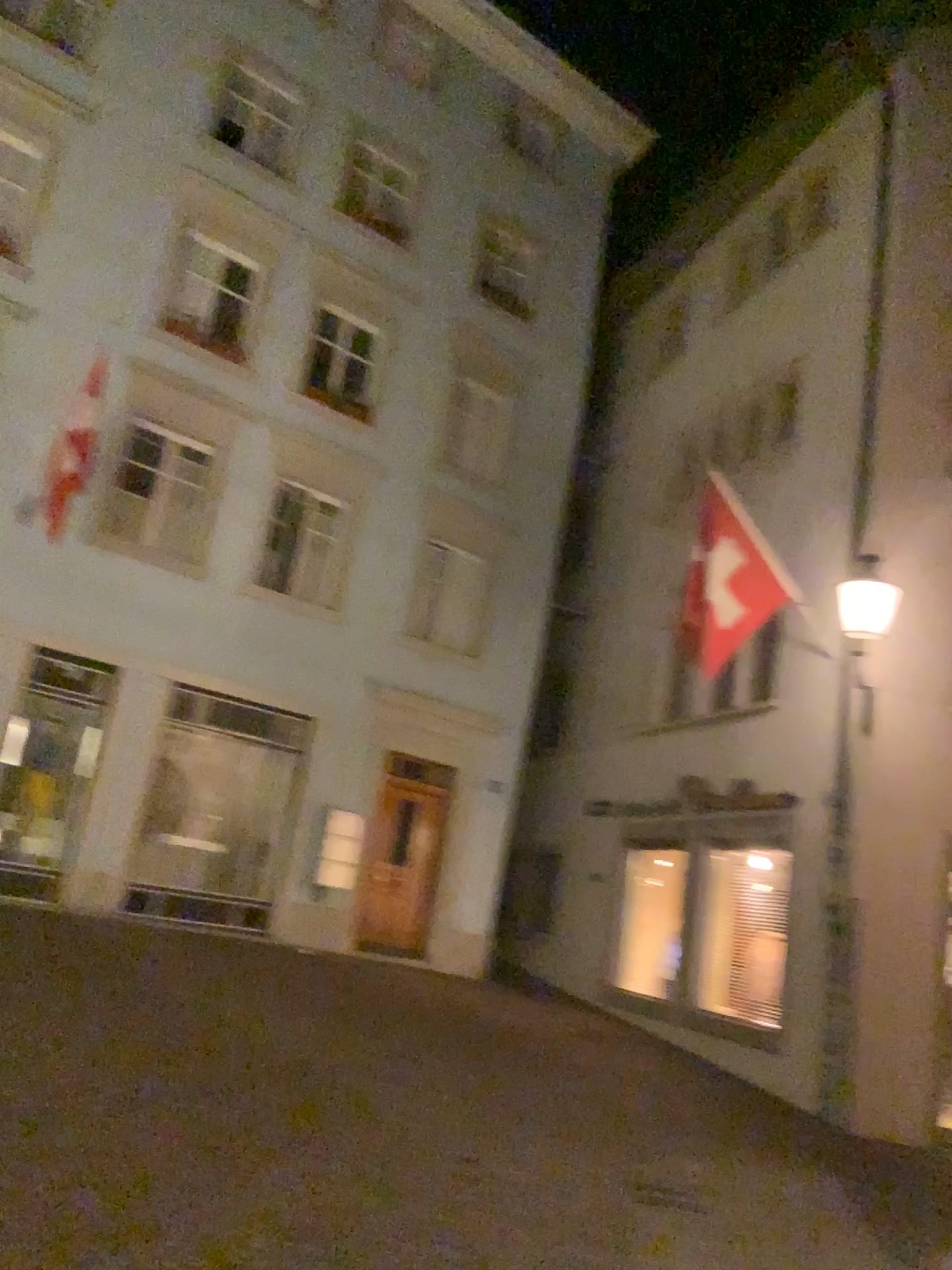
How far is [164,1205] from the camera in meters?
4.4 m
